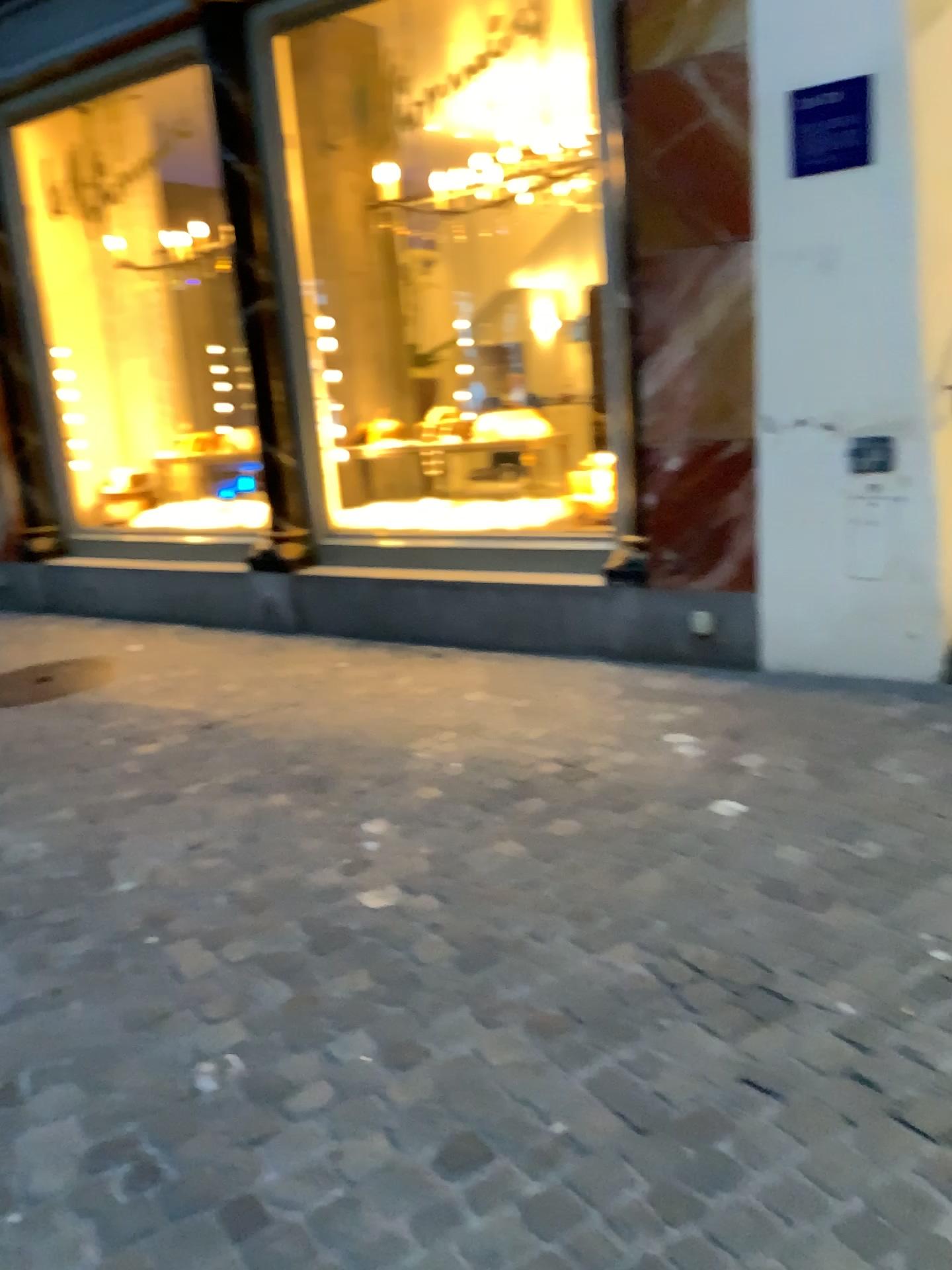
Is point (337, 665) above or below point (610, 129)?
below

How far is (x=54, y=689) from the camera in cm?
481

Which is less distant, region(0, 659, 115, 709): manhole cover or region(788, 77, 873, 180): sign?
region(788, 77, 873, 180): sign

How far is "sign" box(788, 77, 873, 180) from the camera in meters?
3.5 m

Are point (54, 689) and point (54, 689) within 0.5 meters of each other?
yes

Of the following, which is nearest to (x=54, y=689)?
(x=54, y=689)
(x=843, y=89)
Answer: (x=54, y=689)

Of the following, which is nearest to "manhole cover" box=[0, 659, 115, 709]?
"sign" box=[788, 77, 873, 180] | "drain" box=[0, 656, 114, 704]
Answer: "drain" box=[0, 656, 114, 704]

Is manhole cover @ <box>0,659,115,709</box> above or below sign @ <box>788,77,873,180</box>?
below

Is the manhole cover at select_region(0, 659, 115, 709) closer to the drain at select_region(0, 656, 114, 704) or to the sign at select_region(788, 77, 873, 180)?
the drain at select_region(0, 656, 114, 704)

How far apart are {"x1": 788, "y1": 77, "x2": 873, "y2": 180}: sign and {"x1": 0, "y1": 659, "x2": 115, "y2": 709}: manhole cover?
3.61m
